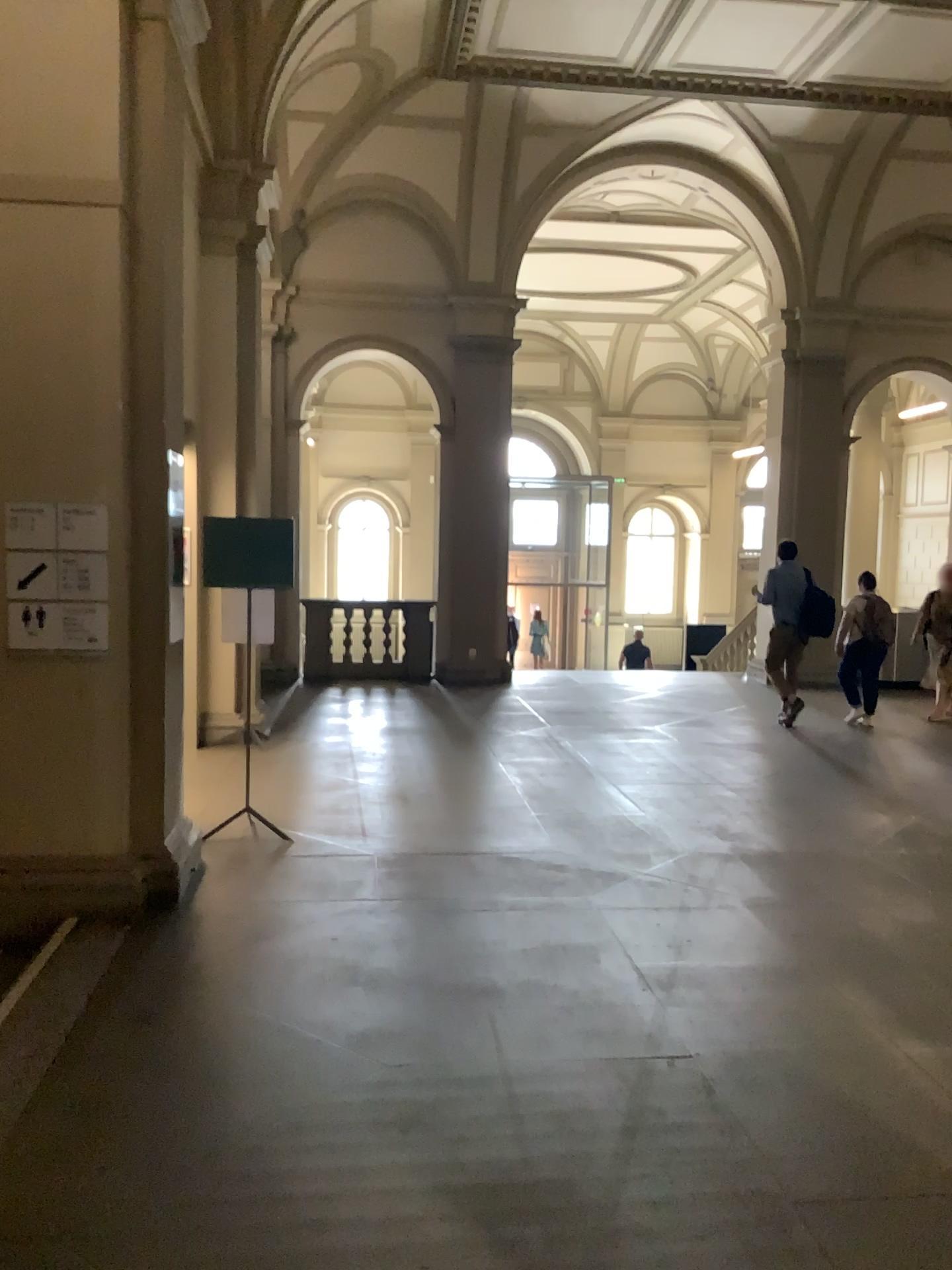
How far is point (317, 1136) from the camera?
2.95m
